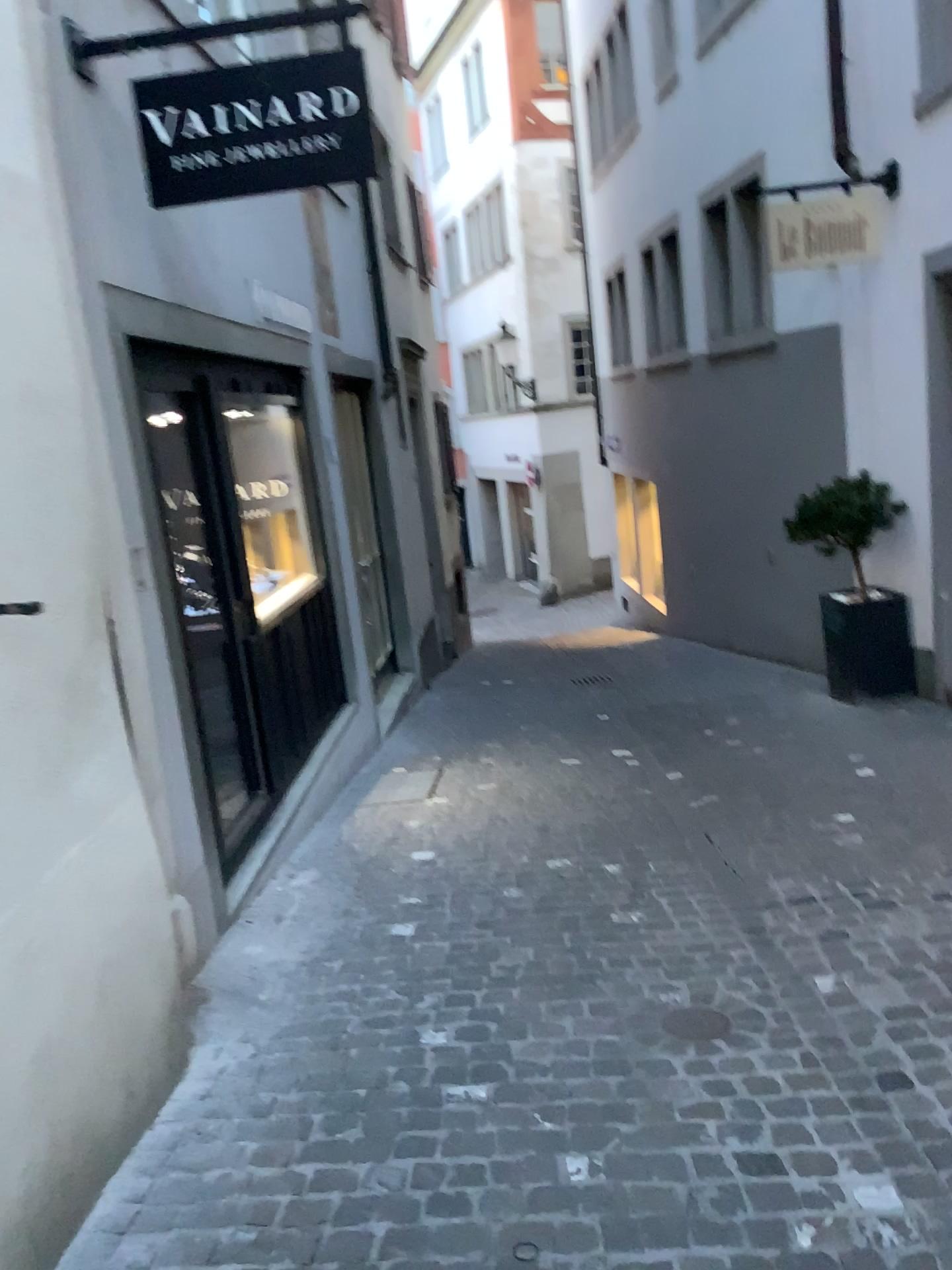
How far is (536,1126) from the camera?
2.4m

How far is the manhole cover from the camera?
2.8 meters

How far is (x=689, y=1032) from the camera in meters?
2.8
